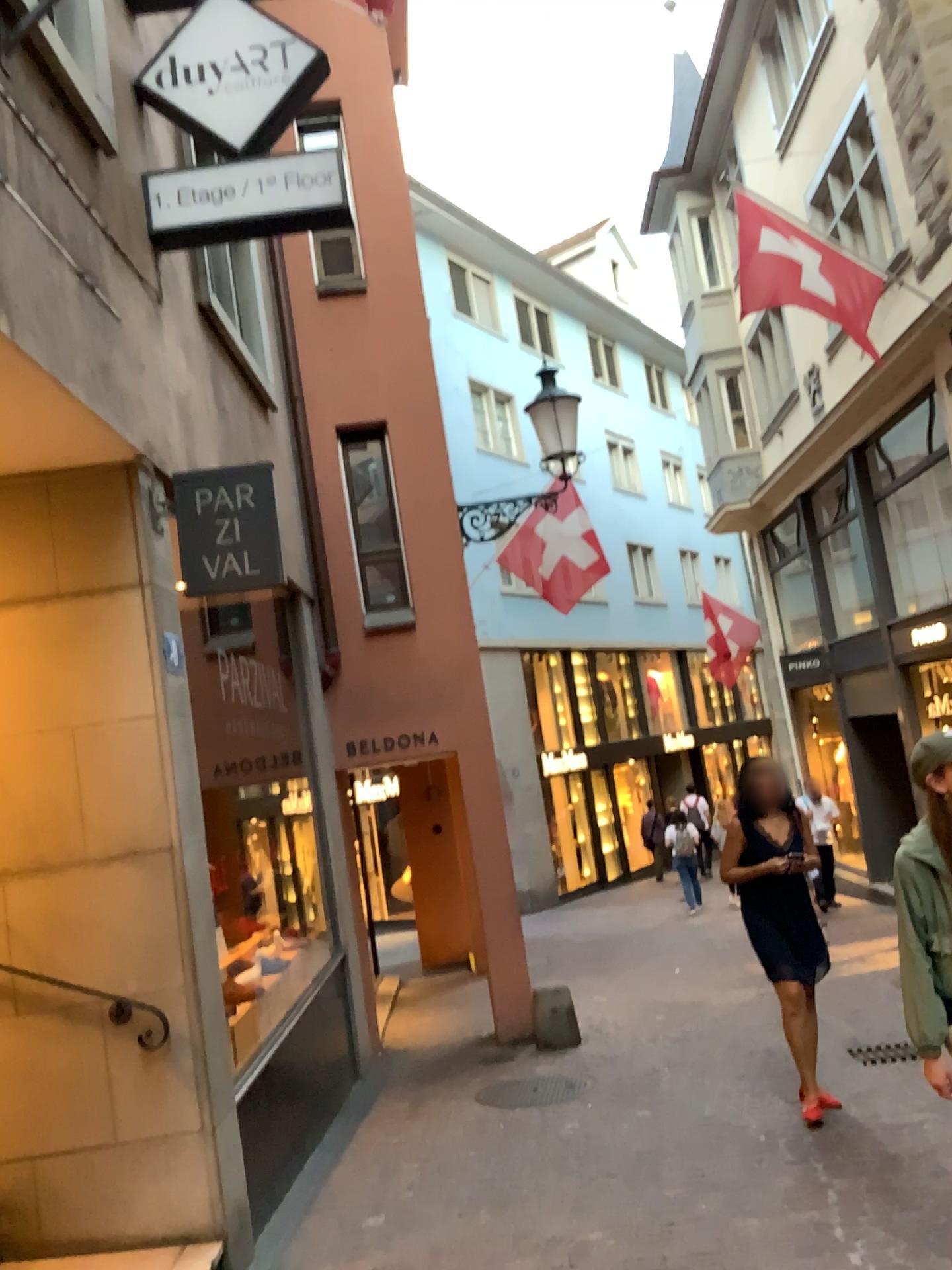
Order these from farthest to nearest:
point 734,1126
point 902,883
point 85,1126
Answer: point 734,1126, point 85,1126, point 902,883

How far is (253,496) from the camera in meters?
4.2

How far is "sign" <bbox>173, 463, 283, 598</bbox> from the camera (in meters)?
4.20
